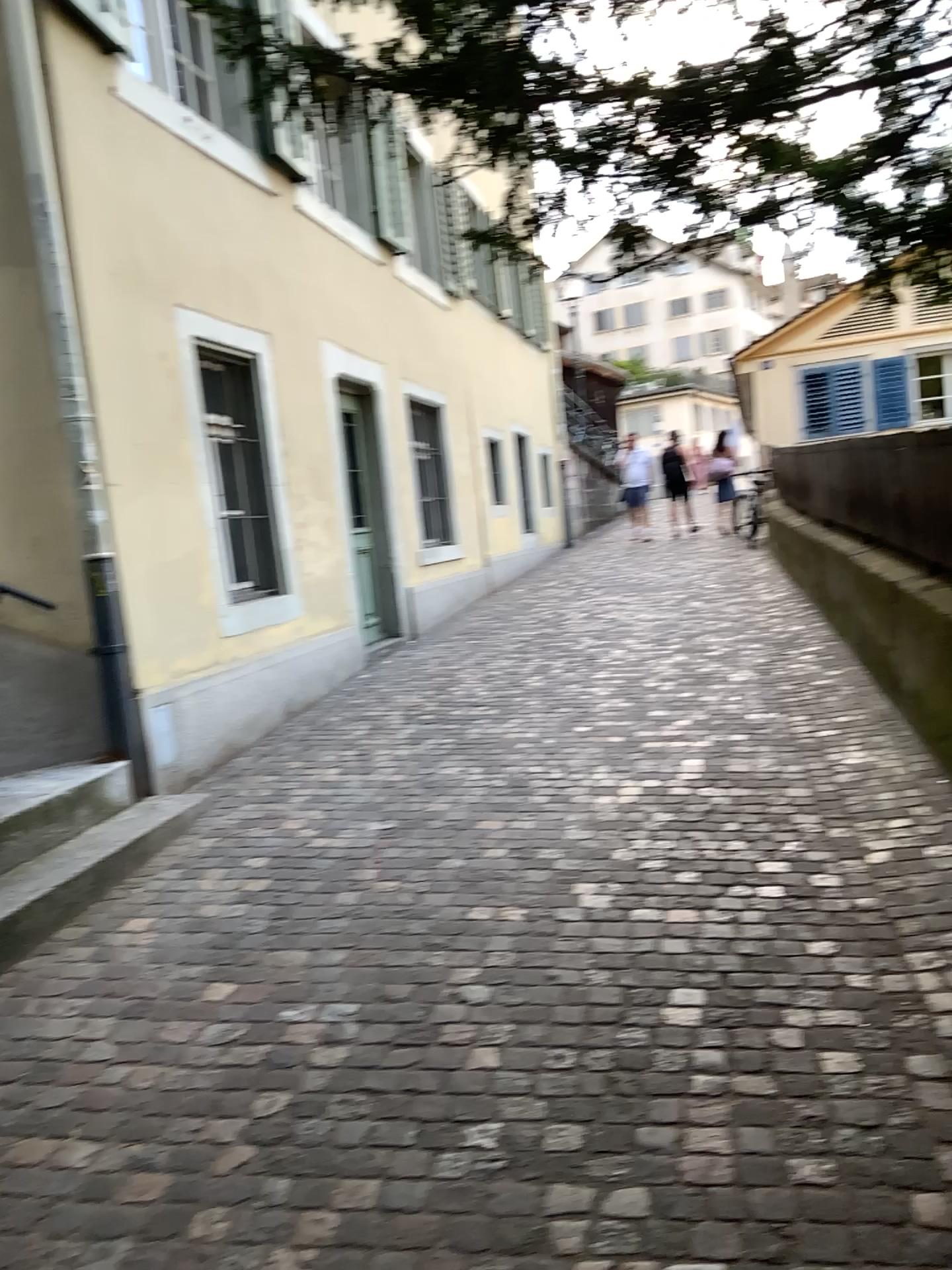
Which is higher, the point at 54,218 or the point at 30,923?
the point at 54,218

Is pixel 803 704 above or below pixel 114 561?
below

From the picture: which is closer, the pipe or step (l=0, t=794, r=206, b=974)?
step (l=0, t=794, r=206, b=974)

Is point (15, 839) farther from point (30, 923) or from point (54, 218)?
point (54, 218)

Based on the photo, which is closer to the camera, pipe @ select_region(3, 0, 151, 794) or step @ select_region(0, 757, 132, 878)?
step @ select_region(0, 757, 132, 878)

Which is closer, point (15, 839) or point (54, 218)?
point (15, 839)
